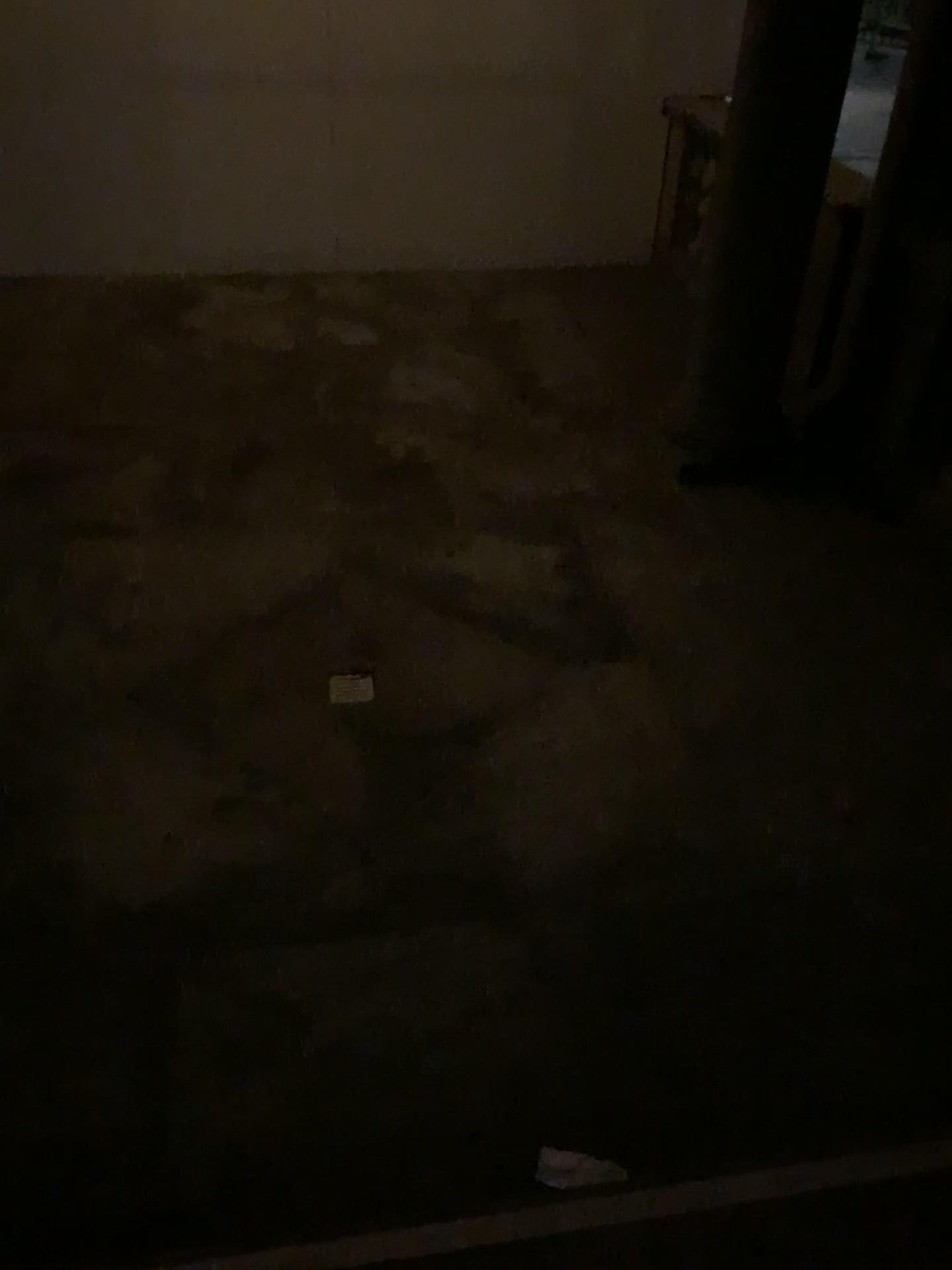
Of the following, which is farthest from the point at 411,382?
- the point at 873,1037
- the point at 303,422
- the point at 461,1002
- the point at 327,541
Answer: the point at 873,1037

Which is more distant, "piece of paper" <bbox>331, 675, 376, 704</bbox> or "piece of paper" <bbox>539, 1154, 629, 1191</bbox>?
"piece of paper" <bbox>331, 675, 376, 704</bbox>

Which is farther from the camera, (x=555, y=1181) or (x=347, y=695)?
(x=347, y=695)

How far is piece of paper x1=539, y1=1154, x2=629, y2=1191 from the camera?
2.0 meters

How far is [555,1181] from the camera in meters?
2.0 m
